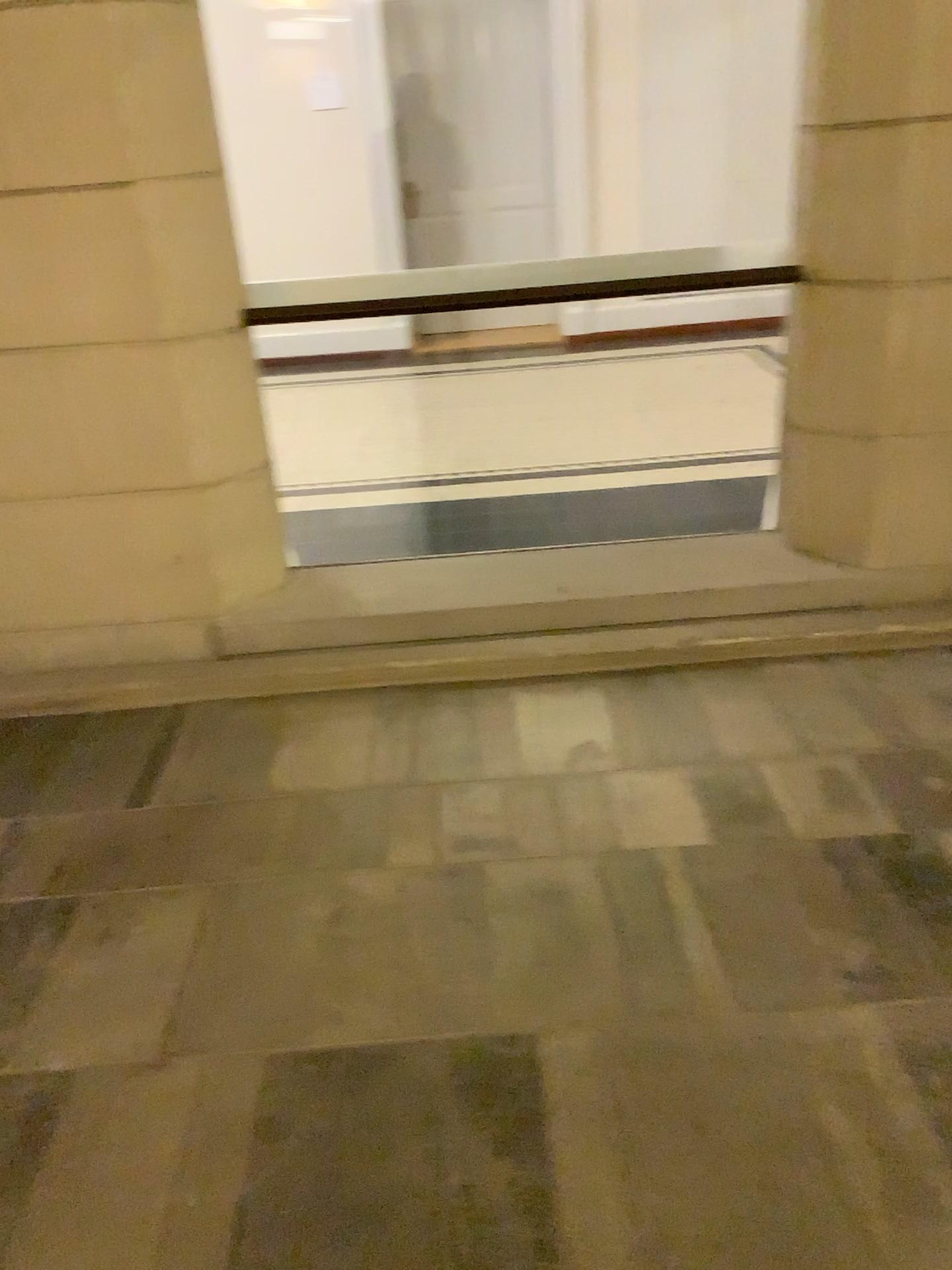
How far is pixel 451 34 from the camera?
2.8 meters

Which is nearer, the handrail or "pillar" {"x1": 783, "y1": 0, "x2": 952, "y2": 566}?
"pillar" {"x1": 783, "y1": 0, "x2": 952, "y2": 566}

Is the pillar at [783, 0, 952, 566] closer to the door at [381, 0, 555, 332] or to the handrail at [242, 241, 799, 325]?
the handrail at [242, 241, 799, 325]

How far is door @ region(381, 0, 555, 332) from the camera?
2.8 meters

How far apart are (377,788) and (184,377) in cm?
125

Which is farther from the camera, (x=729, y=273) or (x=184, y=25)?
(x=729, y=273)

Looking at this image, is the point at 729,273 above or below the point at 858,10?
below

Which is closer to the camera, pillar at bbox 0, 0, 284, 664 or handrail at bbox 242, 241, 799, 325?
pillar at bbox 0, 0, 284, 664

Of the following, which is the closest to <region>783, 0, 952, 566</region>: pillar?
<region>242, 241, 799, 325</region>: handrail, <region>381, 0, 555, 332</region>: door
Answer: <region>242, 241, 799, 325</region>: handrail

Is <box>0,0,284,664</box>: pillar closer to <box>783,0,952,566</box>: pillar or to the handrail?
the handrail
